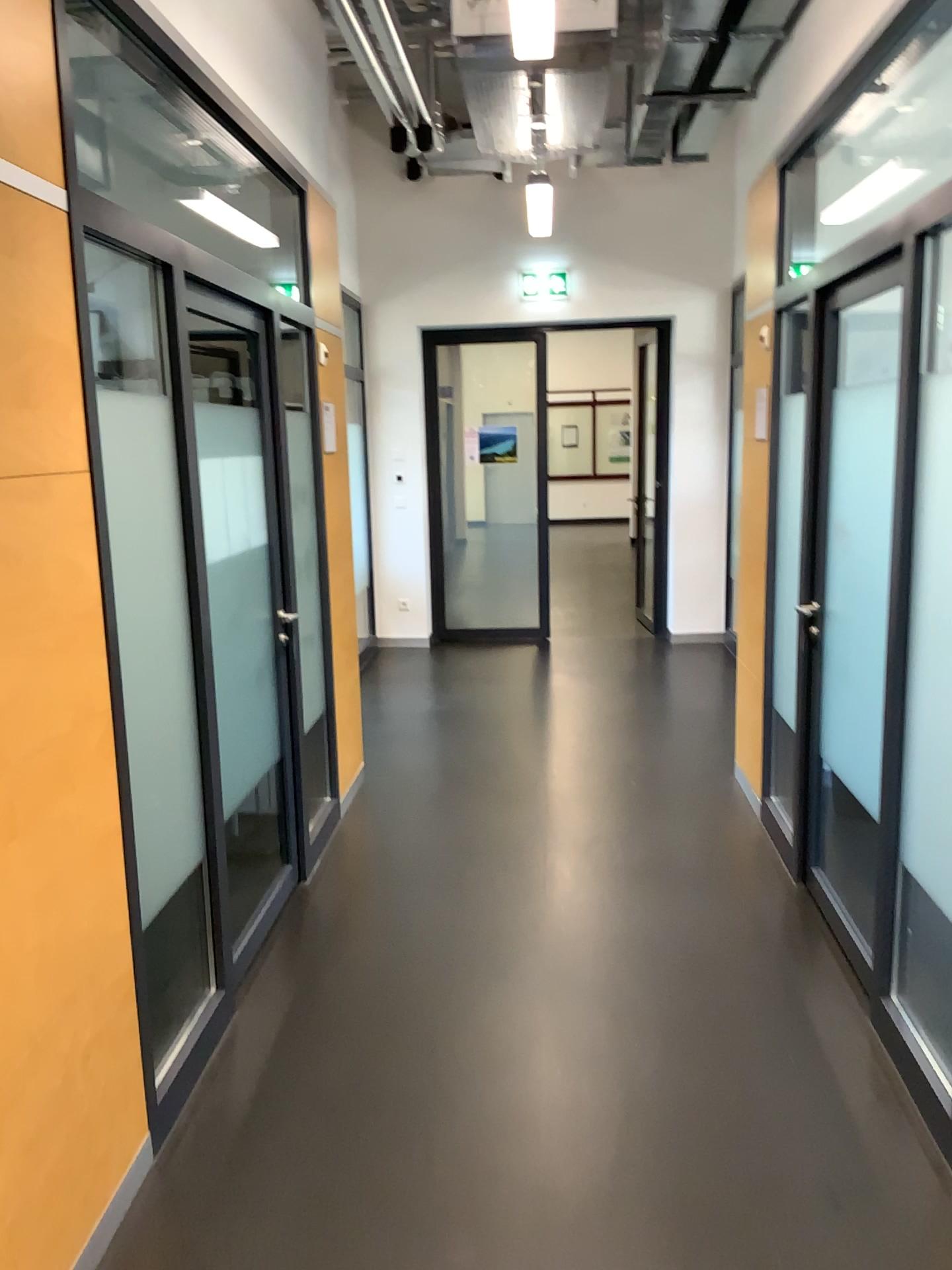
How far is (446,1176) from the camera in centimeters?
235cm
